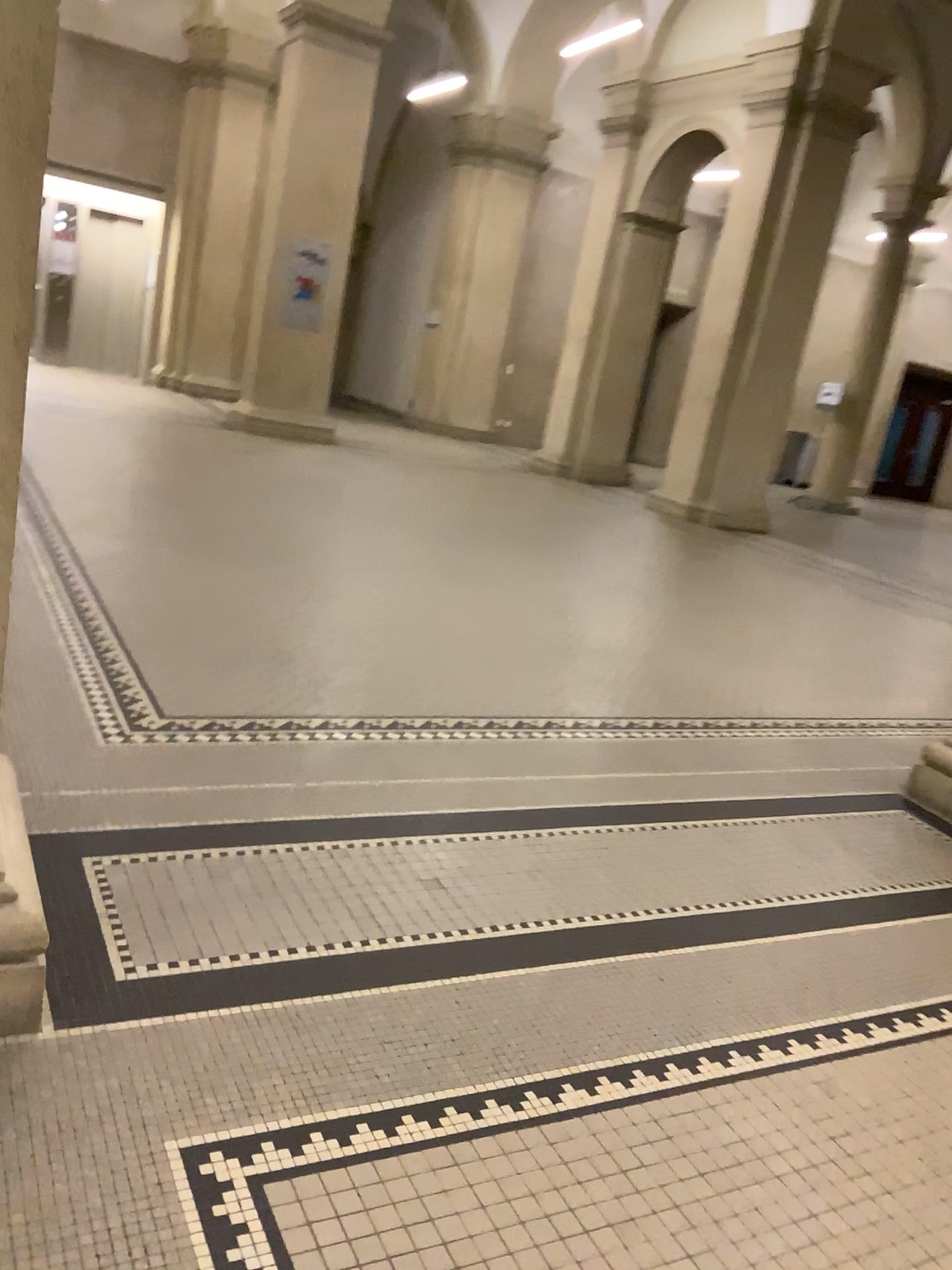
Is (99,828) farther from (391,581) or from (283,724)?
(391,581)
